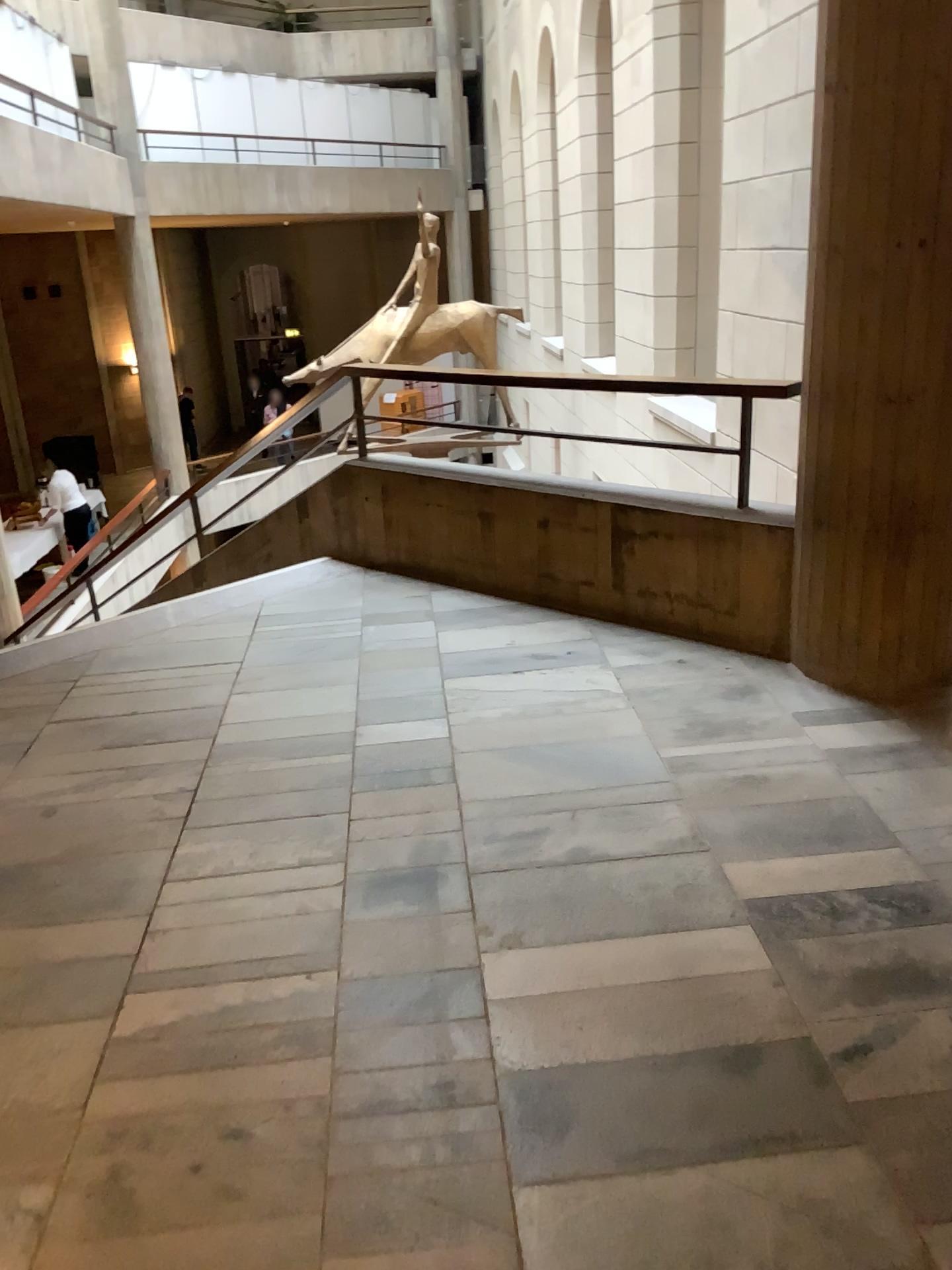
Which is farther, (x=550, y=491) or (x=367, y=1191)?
(x=550, y=491)
